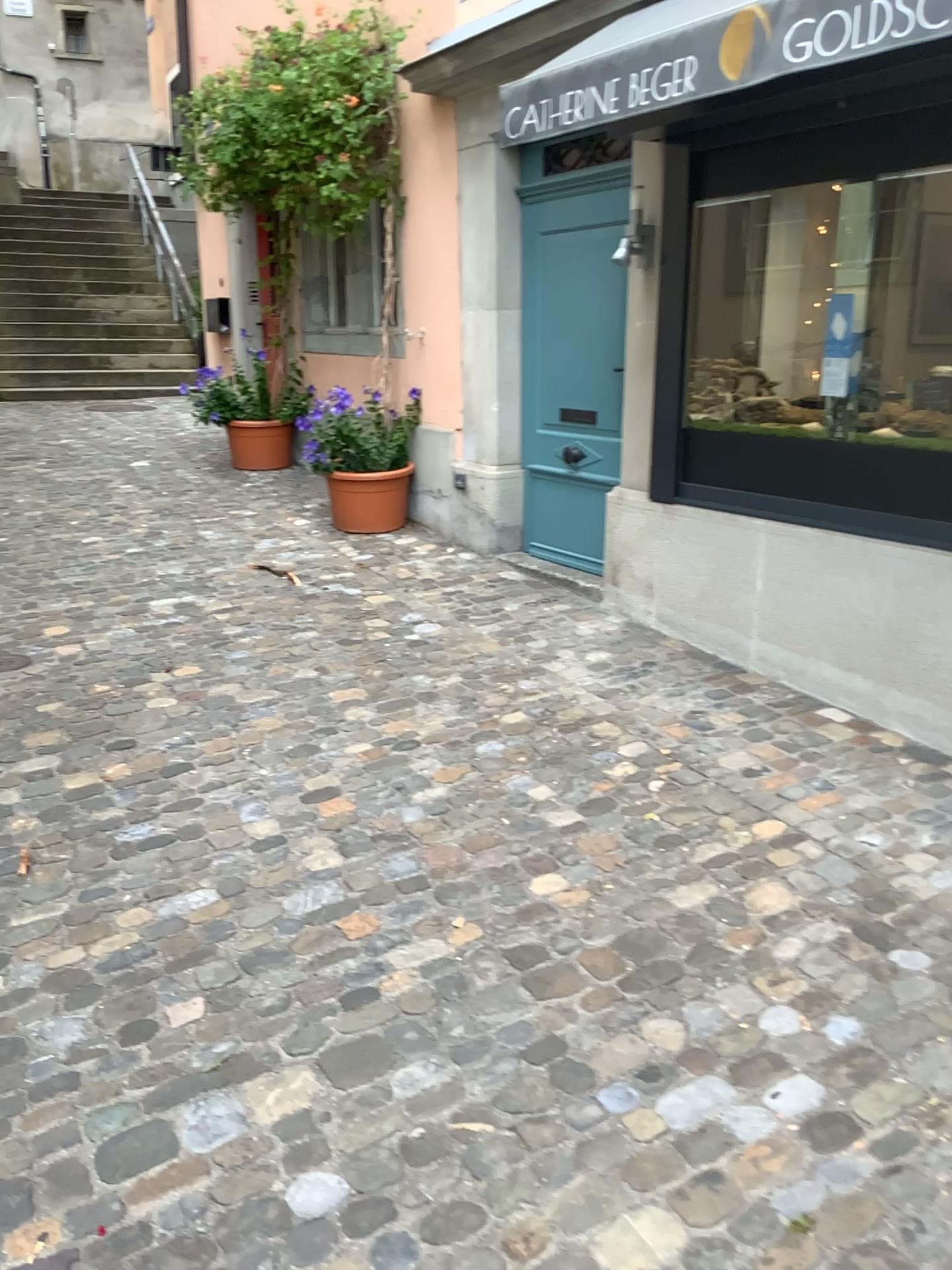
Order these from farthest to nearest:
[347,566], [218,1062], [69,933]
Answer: [347,566] → [69,933] → [218,1062]
